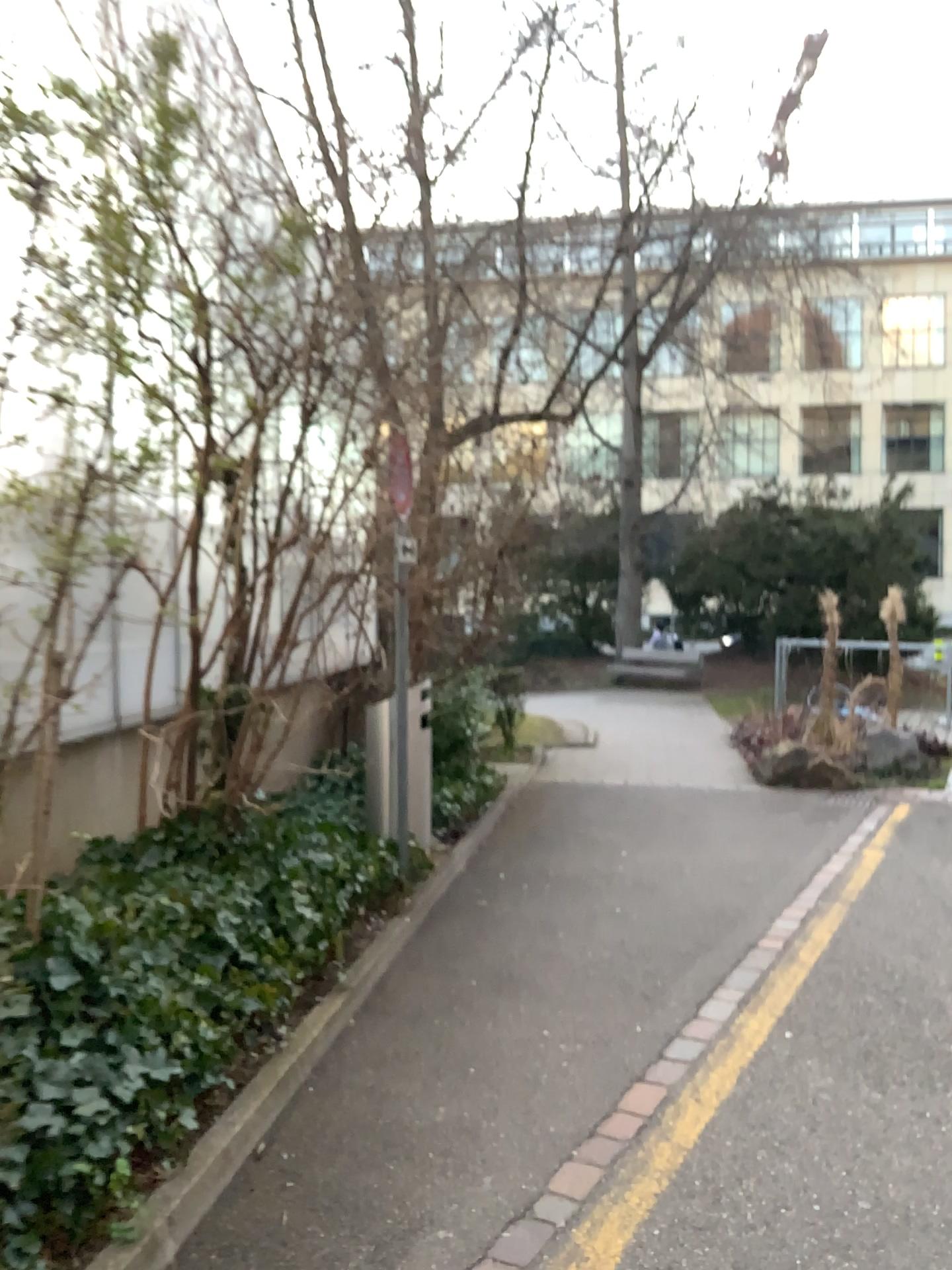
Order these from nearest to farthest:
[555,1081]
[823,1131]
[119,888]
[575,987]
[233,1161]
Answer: [233,1161], [823,1131], [555,1081], [119,888], [575,987]
